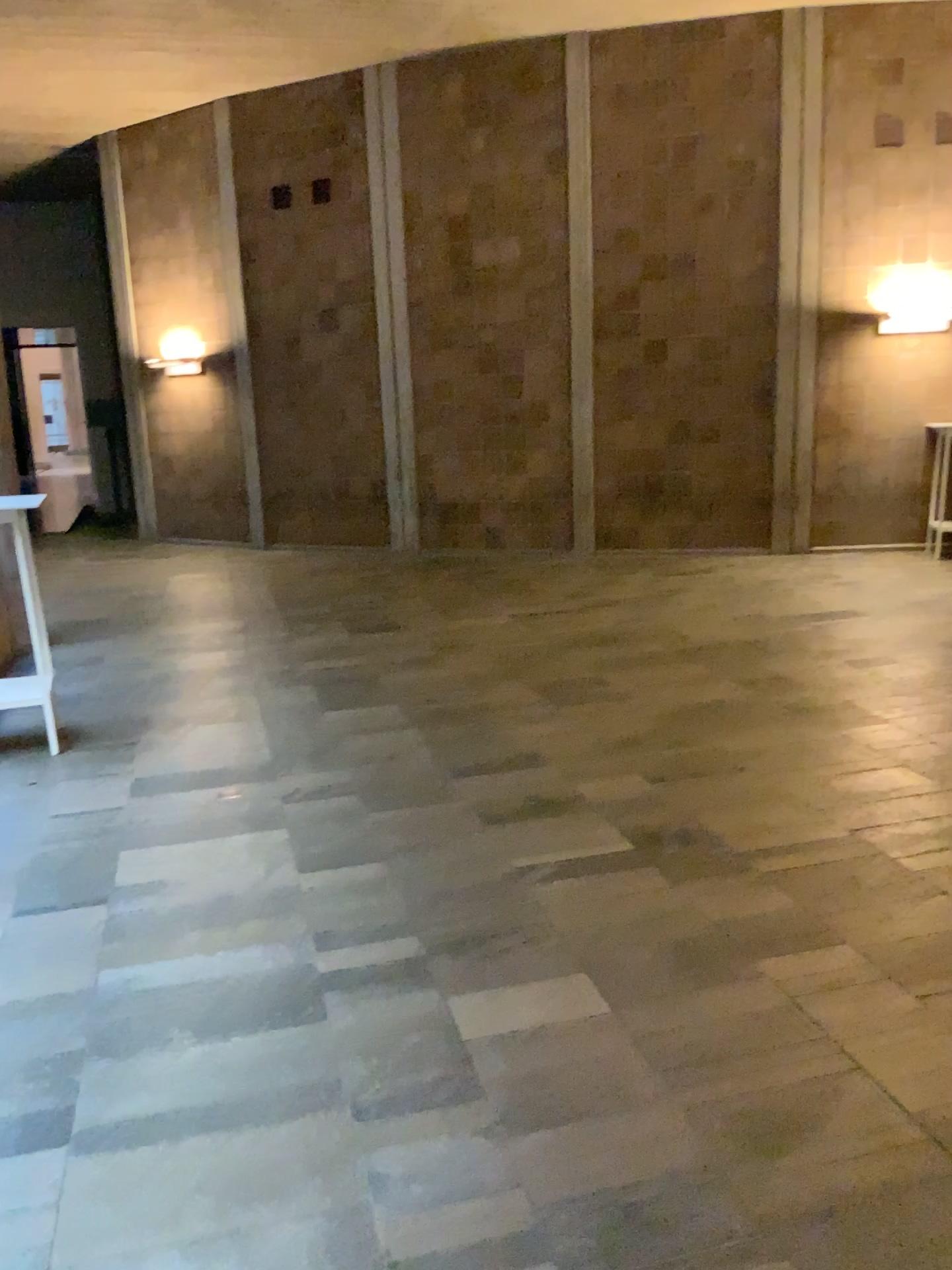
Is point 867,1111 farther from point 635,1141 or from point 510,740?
point 510,740
